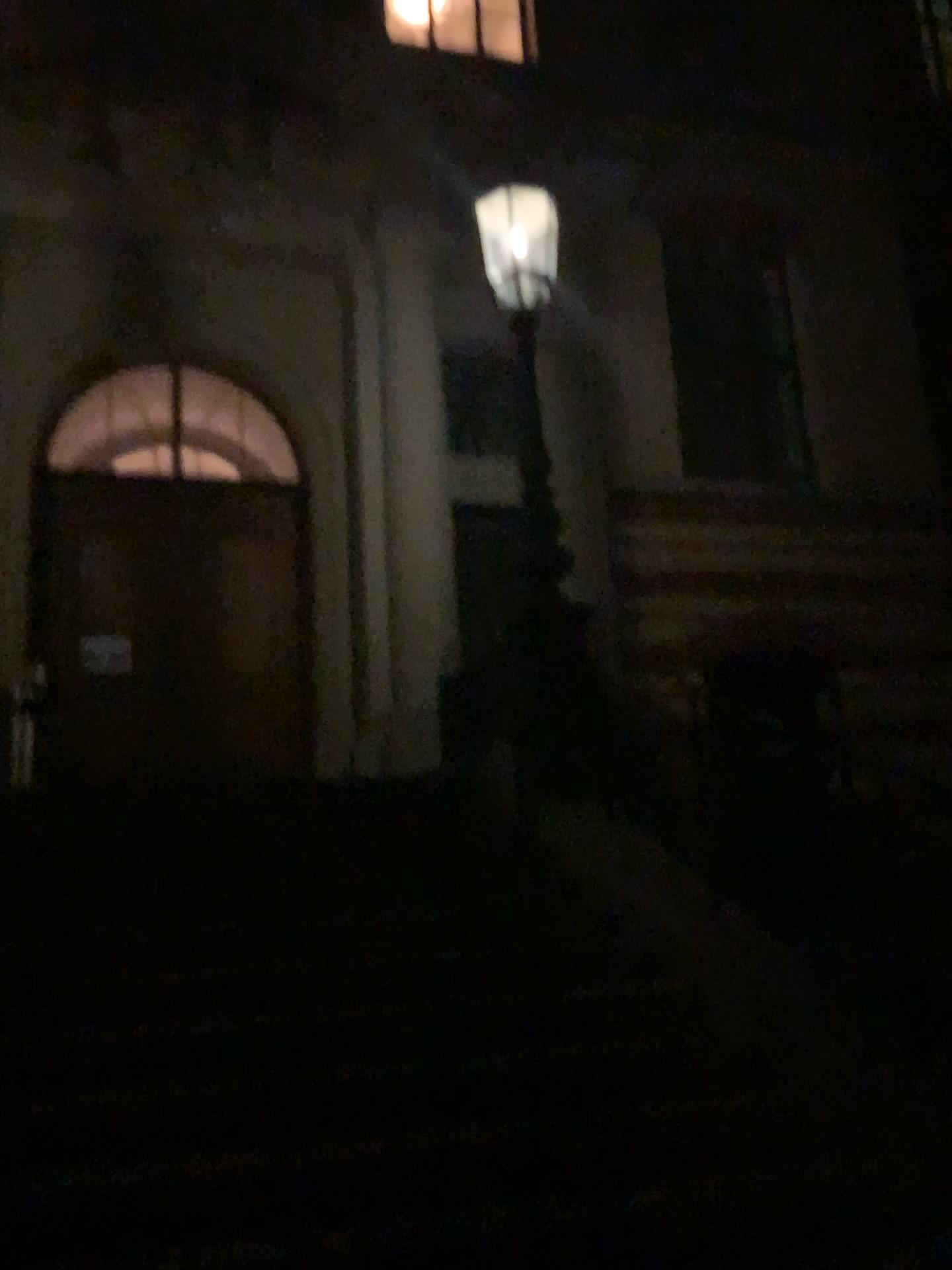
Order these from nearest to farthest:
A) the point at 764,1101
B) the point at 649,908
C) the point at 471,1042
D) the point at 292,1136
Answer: the point at 292,1136
the point at 764,1101
the point at 471,1042
the point at 649,908
